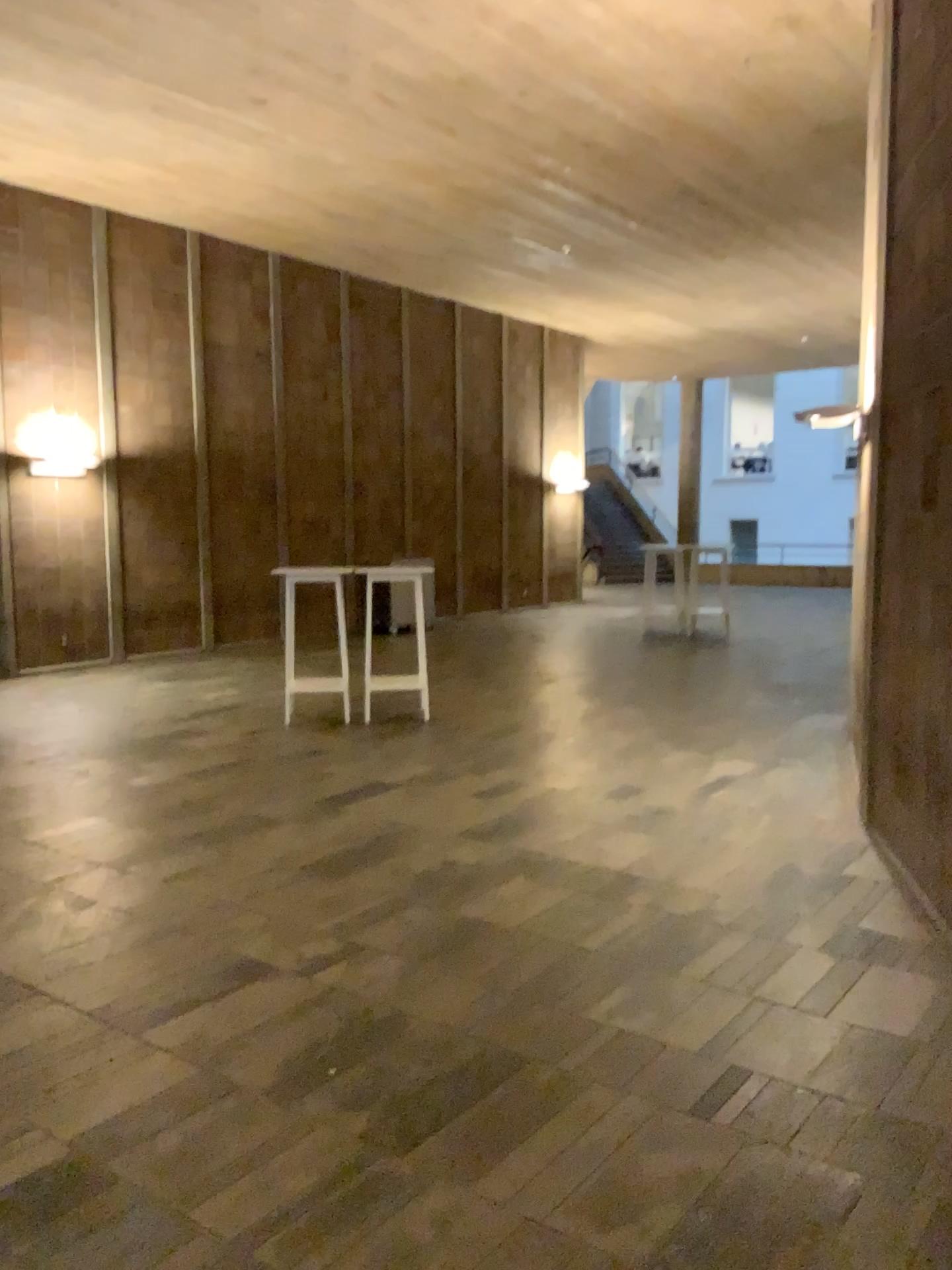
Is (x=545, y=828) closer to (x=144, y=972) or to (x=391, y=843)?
(x=391, y=843)
